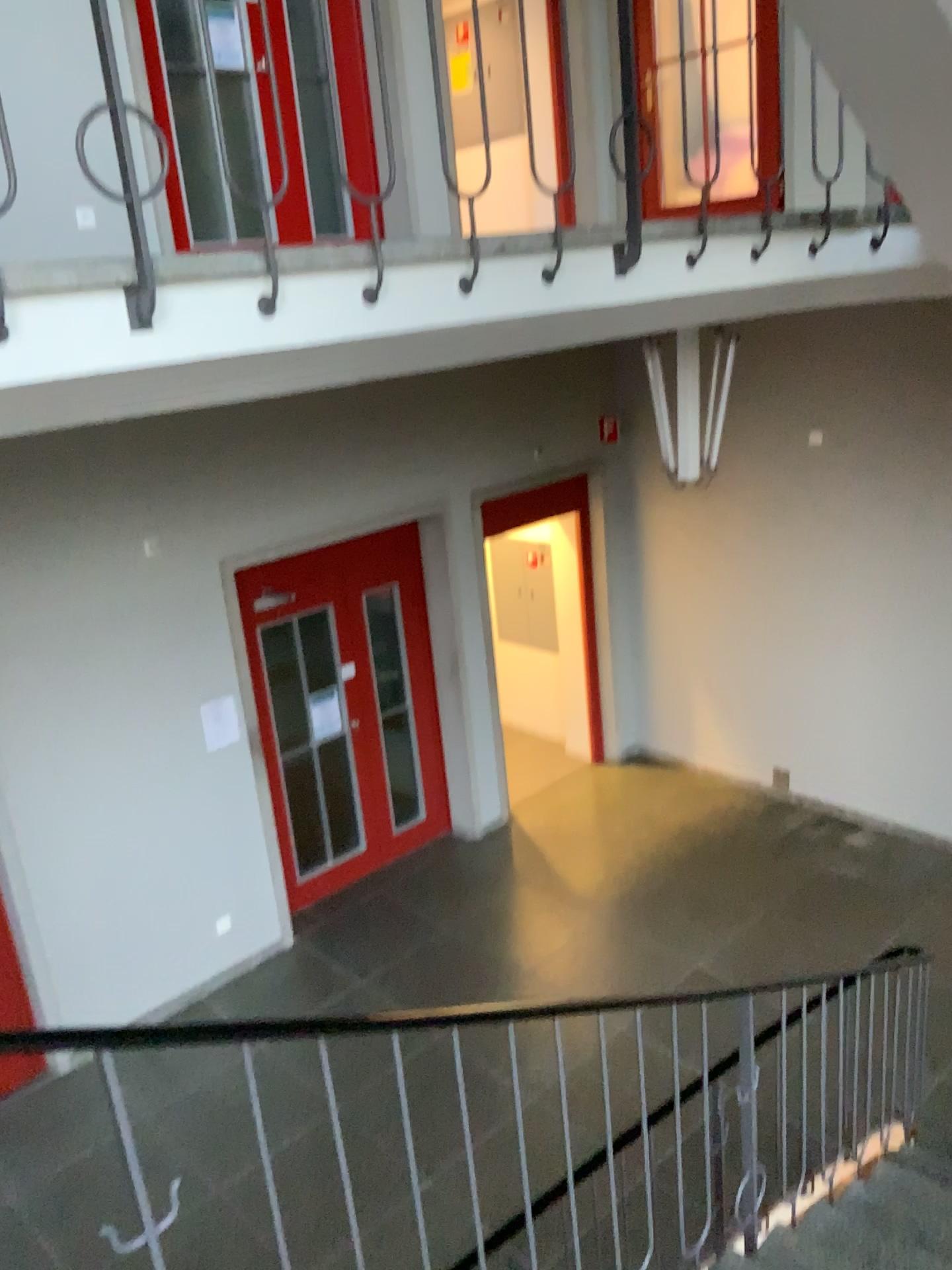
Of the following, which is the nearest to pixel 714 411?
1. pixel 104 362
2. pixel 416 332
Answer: pixel 416 332
